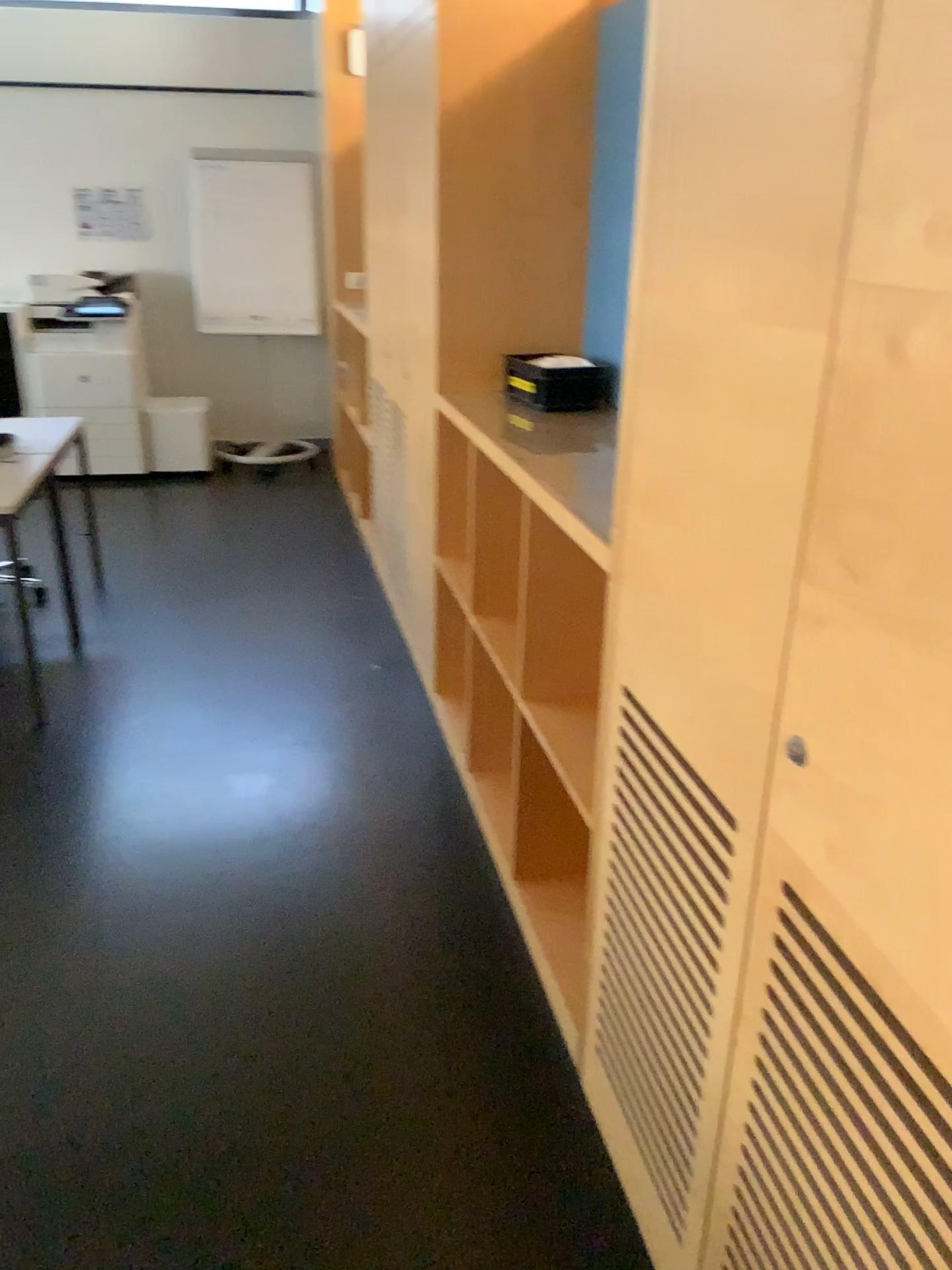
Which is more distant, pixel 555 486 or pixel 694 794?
pixel 555 486

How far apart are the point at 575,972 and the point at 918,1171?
1.3m

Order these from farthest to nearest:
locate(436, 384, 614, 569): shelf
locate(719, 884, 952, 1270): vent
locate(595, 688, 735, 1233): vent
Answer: locate(436, 384, 614, 569): shelf
locate(595, 688, 735, 1233): vent
locate(719, 884, 952, 1270): vent

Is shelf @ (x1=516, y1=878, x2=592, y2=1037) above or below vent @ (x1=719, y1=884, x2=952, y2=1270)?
below

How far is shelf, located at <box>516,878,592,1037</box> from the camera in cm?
225

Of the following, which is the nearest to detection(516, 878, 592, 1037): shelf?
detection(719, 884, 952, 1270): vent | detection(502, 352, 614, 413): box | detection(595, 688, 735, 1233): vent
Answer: detection(595, 688, 735, 1233): vent

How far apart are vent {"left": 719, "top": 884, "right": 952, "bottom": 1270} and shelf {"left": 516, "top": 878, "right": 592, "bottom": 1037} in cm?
76

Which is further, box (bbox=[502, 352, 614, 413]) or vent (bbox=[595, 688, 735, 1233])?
box (bbox=[502, 352, 614, 413])

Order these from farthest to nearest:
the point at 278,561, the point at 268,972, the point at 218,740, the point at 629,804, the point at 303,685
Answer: the point at 278,561 → the point at 303,685 → the point at 218,740 → the point at 268,972 → the point at 629,804

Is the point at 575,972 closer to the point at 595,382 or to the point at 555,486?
the point at 555,486
